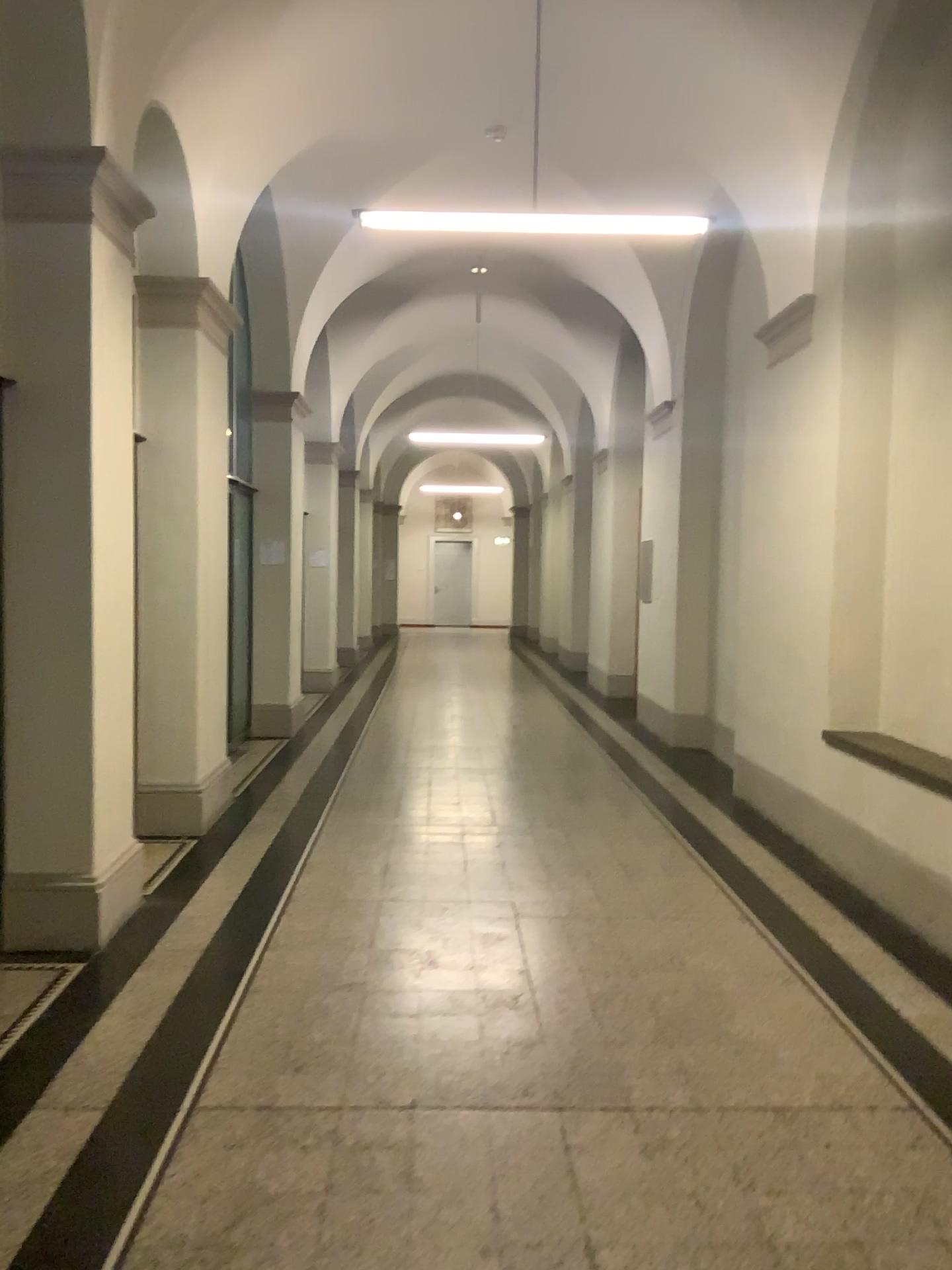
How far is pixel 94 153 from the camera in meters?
4.0

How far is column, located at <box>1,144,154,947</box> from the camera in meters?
4.0 m

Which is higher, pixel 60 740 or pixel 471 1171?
pixel 60 740
